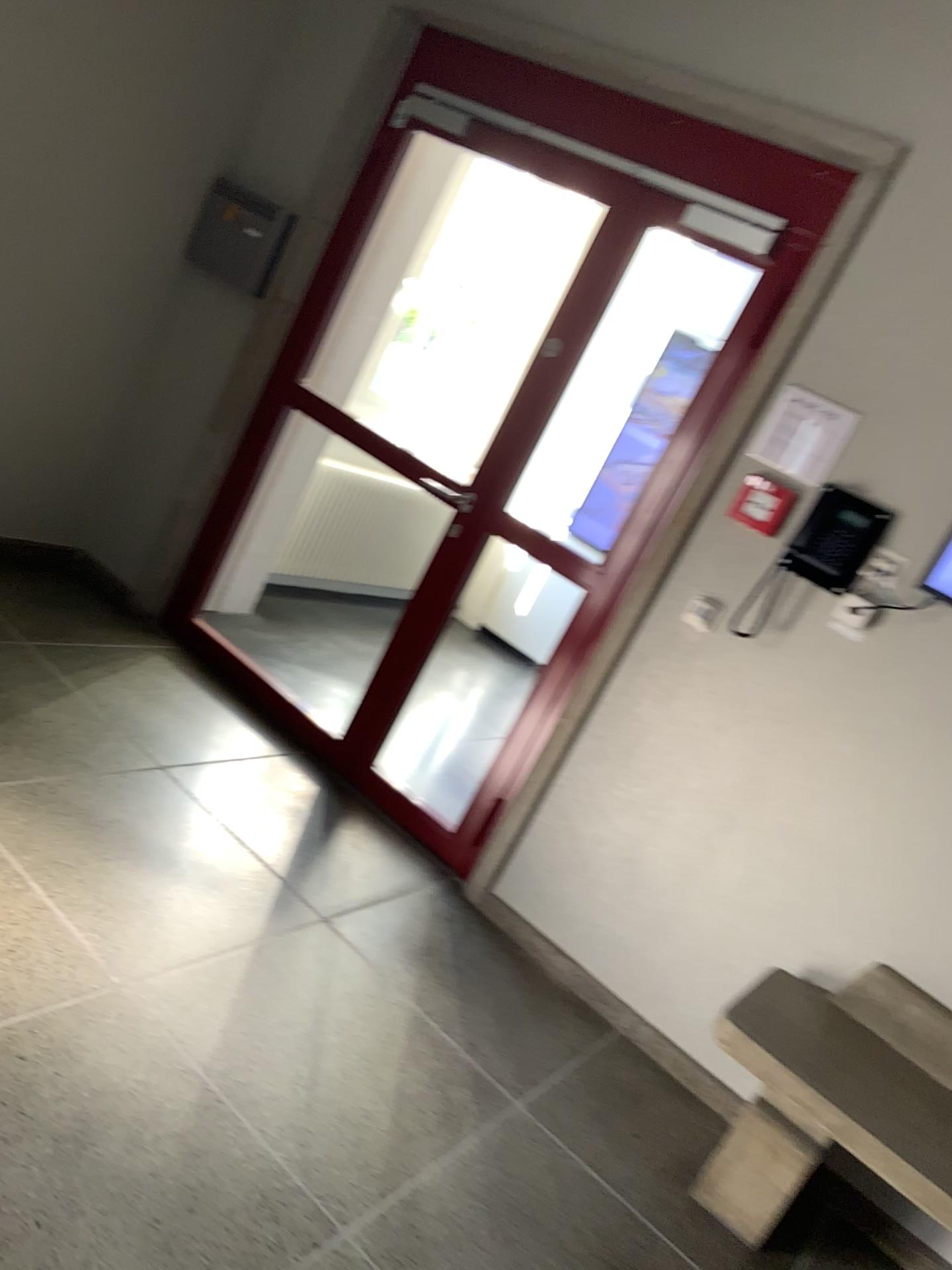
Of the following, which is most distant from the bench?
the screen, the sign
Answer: the sign

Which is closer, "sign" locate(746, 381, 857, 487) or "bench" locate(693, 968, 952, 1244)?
"bench" locate(693, 968, 952, 1244)

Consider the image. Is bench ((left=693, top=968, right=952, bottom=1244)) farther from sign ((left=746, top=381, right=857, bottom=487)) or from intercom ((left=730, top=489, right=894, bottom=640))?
sign ((left=746, top=381, right=857, bottom=487))

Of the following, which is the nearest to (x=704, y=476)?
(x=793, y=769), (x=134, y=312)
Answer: (x=793, y=769)

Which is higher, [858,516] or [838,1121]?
[858,516]

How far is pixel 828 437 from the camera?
2.8 meters

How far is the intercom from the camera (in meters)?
2.74

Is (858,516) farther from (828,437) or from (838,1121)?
(838,1121)

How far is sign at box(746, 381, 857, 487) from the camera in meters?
2.8

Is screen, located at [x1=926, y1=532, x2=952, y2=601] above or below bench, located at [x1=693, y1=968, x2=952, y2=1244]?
above
